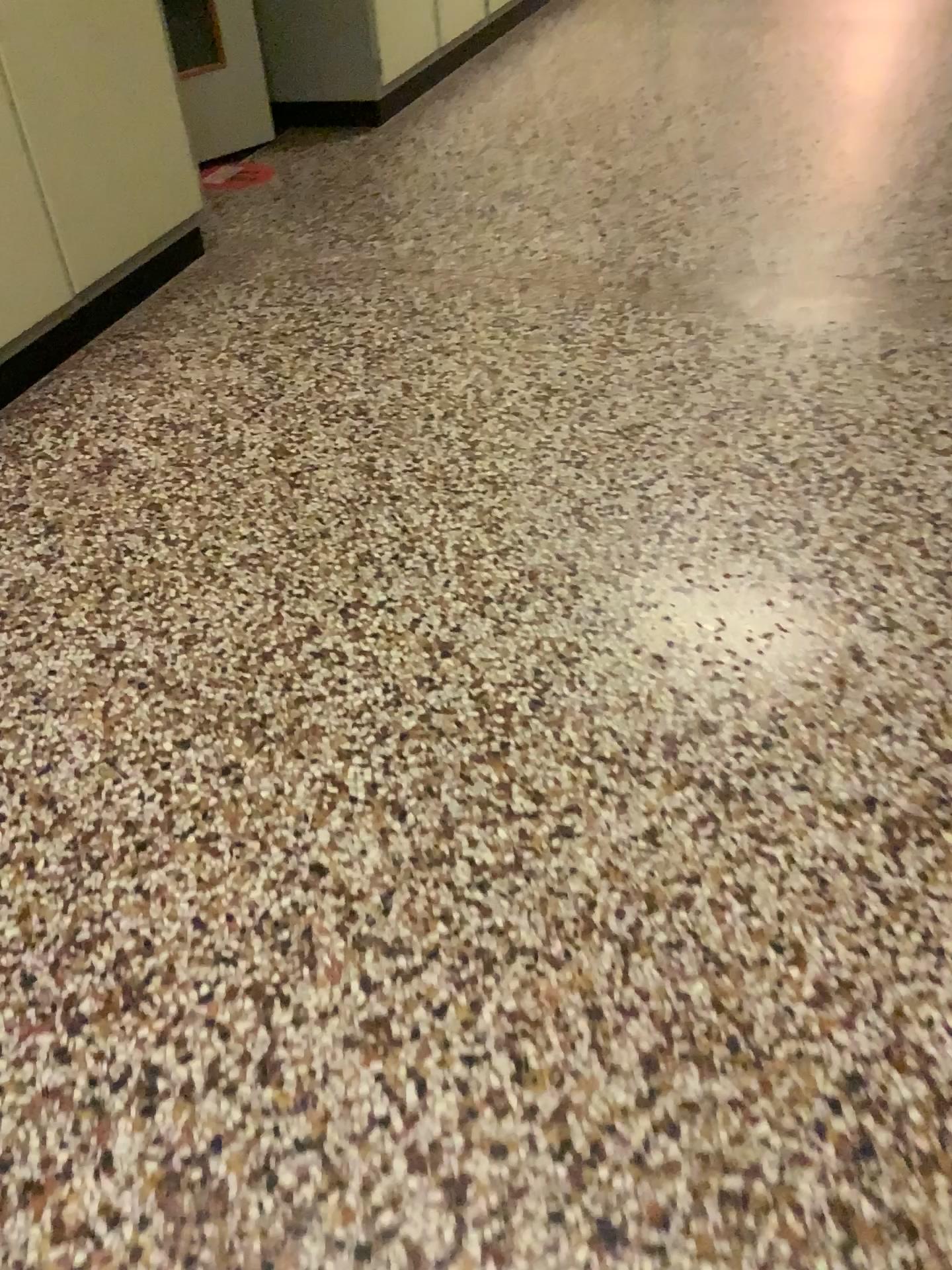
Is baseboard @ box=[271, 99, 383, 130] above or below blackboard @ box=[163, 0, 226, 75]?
below

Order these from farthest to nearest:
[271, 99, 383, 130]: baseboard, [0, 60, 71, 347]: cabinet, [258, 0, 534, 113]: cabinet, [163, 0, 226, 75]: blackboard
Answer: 1. [271, 99, 383, 130]: baseboard
2. [258, 0, 534, 113]: cabinet
3. [163, 0, 226, 75]: blackboard
4. [0, 60, 71, 347]: cabinet

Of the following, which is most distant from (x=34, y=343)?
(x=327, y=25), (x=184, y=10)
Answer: (x=327, y=25)

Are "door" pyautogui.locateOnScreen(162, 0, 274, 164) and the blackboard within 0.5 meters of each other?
yes

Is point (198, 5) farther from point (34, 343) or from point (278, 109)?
point (34, 343)

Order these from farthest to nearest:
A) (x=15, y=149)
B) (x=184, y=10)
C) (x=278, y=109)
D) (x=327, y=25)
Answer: (x=278, y=109), (x=327, y=25), (x=184, y=10), (x=15, y=149)

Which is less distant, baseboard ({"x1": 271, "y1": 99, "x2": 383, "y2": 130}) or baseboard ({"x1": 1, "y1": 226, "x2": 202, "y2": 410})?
baseboard ({"x1": 1, "y1": 226, "x2": 202, "y2": 410})

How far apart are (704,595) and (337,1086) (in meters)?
1.01

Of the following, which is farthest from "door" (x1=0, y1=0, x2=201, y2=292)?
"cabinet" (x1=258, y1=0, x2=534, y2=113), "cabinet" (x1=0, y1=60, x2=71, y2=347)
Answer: "cabinet" (x1=258, y1=0, x2=534, y2=113)

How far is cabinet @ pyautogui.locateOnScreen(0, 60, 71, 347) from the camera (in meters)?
2.35
